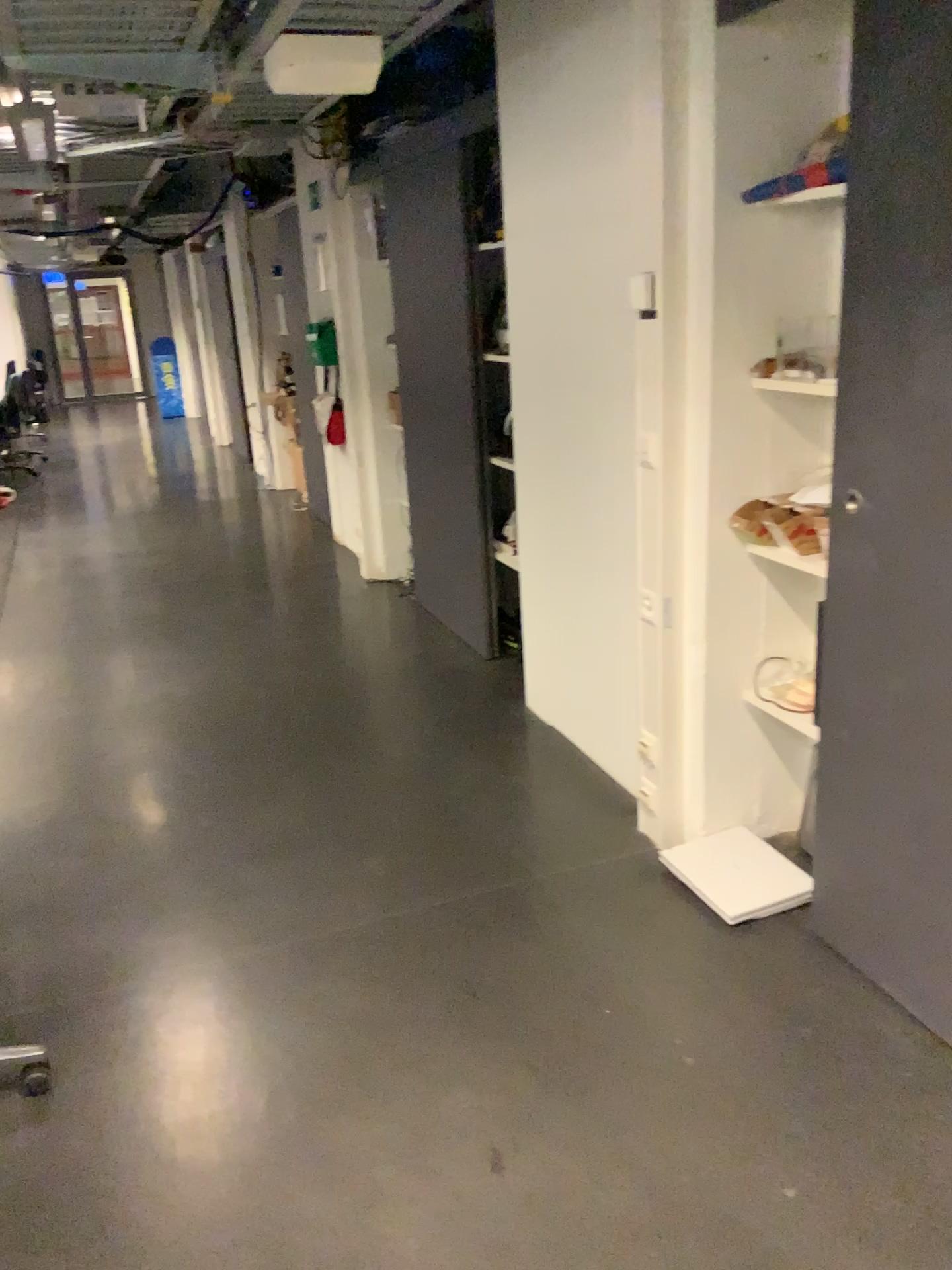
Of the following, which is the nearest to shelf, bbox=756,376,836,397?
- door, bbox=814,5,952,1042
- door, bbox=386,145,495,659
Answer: door, bbox=814,5,952,1042

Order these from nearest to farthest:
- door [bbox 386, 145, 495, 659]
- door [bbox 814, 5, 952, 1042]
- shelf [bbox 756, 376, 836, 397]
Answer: door [bbox 814, 5, 952, 1042] → shelf [bbox 756, 376, 836, 397] → door [bbox 386, 145, 495, 659]

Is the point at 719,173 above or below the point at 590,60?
below

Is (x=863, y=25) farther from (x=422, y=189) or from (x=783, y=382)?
(x=422, y=189)

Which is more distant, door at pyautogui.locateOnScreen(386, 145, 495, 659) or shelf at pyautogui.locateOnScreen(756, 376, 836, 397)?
door at pyautogui.locateOnScreen(386, 145, 495, 659)

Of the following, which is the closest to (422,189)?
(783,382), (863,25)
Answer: (783,382)

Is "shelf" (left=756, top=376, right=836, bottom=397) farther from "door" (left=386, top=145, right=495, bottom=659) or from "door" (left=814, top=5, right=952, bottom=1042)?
"door" (left=386, top=145, right=495, bottom=659)

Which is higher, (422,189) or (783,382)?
(422,189)

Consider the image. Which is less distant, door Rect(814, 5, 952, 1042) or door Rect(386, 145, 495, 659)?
door Rect(814, 5, 952, 1042)
